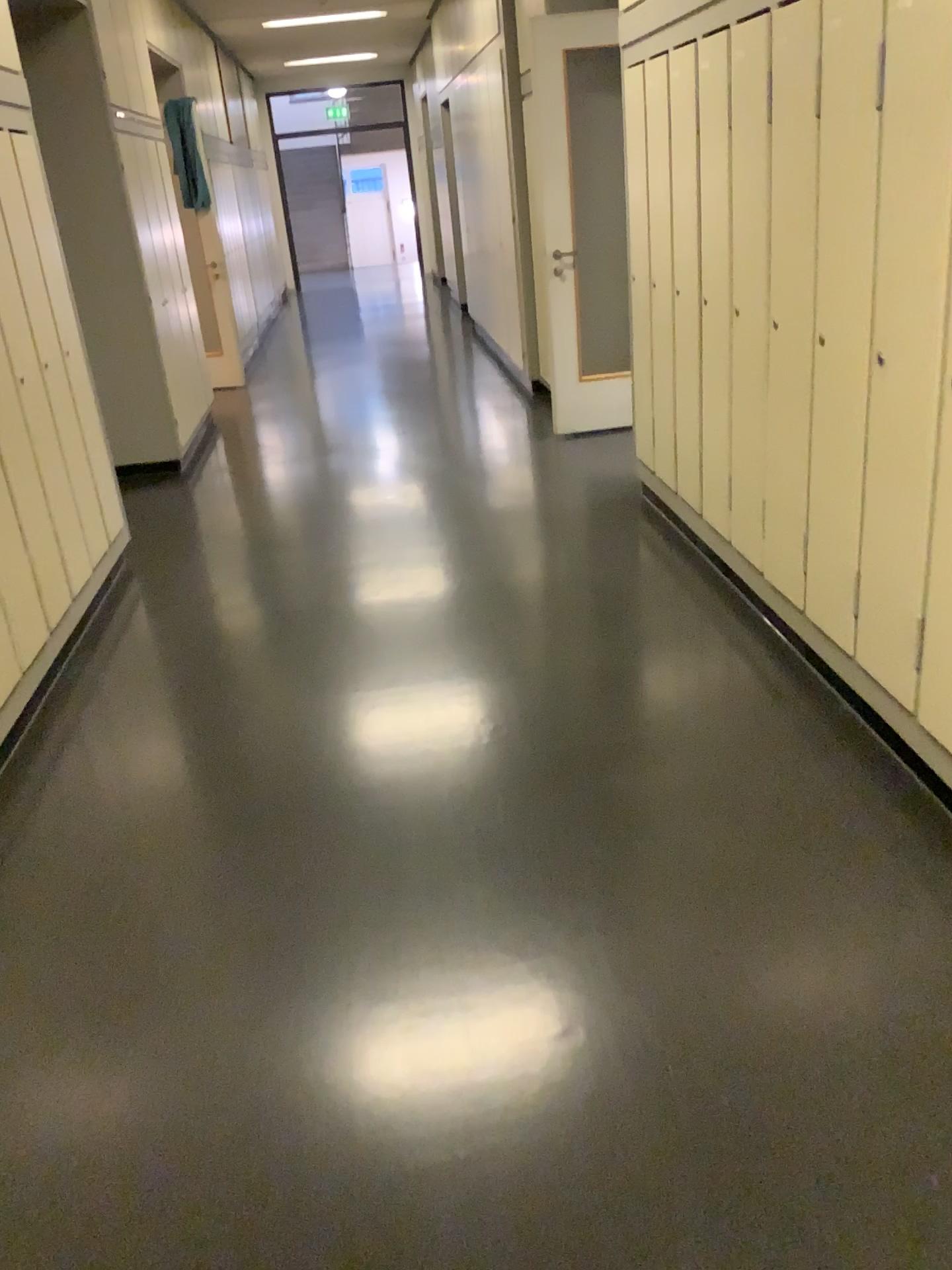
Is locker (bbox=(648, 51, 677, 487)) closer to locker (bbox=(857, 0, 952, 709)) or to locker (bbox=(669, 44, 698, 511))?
locker (bbox=(669, 44, 698, 511))

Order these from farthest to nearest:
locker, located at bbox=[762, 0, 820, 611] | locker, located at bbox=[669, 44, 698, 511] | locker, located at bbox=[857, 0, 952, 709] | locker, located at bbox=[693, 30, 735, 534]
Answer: locker, located at bbox=[669, 44, 698, 511]
locker, located at bbox=[693, 30, 735, 534]
locker, located at bbox=[762, 0, 820, 611]
locker, located at bbox=[857, 0, 952, 709]

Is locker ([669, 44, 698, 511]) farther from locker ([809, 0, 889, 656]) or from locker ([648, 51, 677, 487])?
locker ([809, 0, 889, 656])

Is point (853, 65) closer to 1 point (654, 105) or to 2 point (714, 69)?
2 point (714, 69)

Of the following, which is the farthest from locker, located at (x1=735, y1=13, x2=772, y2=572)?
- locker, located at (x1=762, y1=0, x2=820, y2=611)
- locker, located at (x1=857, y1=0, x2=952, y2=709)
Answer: locker, located at (x1=857, y1=0, x2=952, y2=709)

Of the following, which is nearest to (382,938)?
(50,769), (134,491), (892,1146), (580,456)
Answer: (892,1146)

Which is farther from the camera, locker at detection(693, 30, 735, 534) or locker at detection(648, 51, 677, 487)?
locker at detection(648, 51, 677, 487)

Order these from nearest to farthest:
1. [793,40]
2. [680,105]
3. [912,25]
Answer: [912,25] < [793,40] < [680,105]

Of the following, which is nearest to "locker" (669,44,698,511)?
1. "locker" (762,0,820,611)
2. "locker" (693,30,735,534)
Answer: "locker" (693,30,735,534)

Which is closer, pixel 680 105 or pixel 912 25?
pixel 912 25
